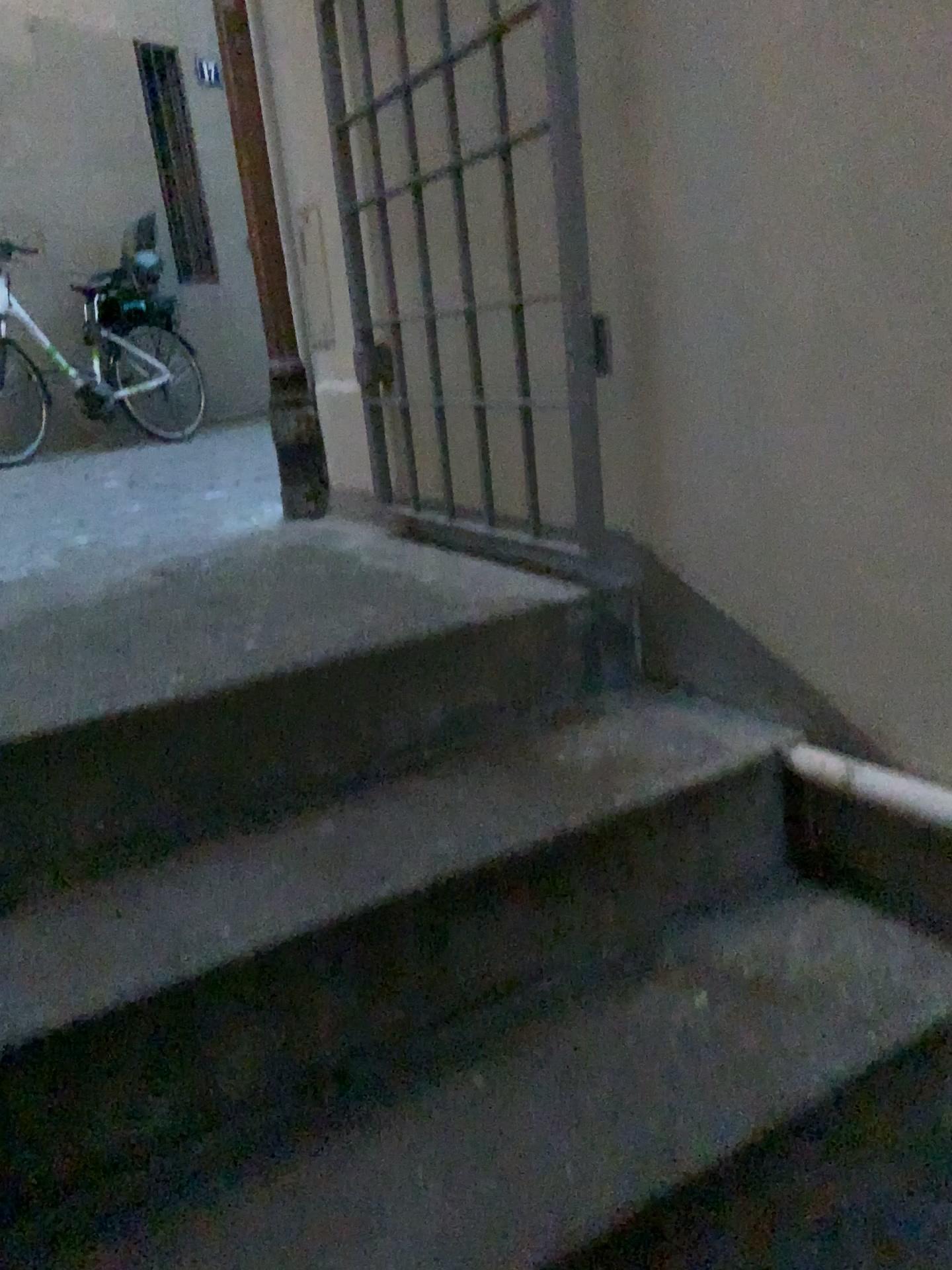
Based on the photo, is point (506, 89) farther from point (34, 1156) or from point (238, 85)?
point (34, 1156)

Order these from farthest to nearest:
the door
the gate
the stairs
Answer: the door
the gate
the stairs

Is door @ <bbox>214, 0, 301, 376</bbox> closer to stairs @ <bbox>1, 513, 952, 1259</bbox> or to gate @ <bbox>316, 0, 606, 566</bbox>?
gate @ <bbox>316, 0, 606, 566</bbox>

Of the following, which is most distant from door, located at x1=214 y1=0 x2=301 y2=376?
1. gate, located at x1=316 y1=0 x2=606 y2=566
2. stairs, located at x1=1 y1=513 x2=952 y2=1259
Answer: stairs, located at x1=1 y1=513 x2=952 y2=1259

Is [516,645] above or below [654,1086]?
above

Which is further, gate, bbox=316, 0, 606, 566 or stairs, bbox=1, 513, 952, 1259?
gate, bbox=316, 0, 606, 566

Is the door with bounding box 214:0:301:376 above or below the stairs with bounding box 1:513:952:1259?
A: above

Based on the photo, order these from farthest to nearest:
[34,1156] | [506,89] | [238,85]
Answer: [238,85]
[506,89]
[34,1156]

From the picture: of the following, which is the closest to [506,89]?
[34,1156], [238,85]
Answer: [238,85]
